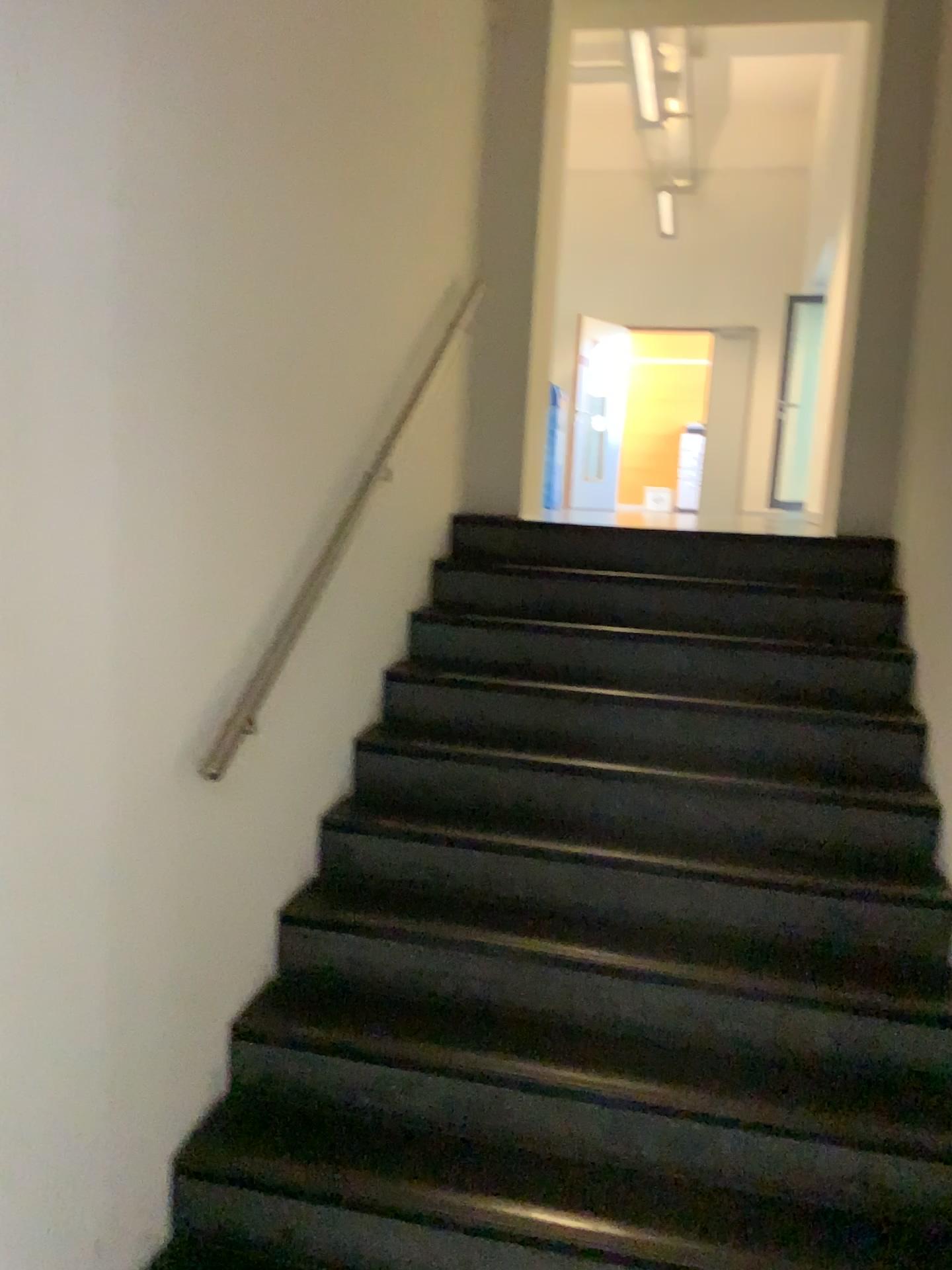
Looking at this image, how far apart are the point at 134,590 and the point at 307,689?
0.9m
